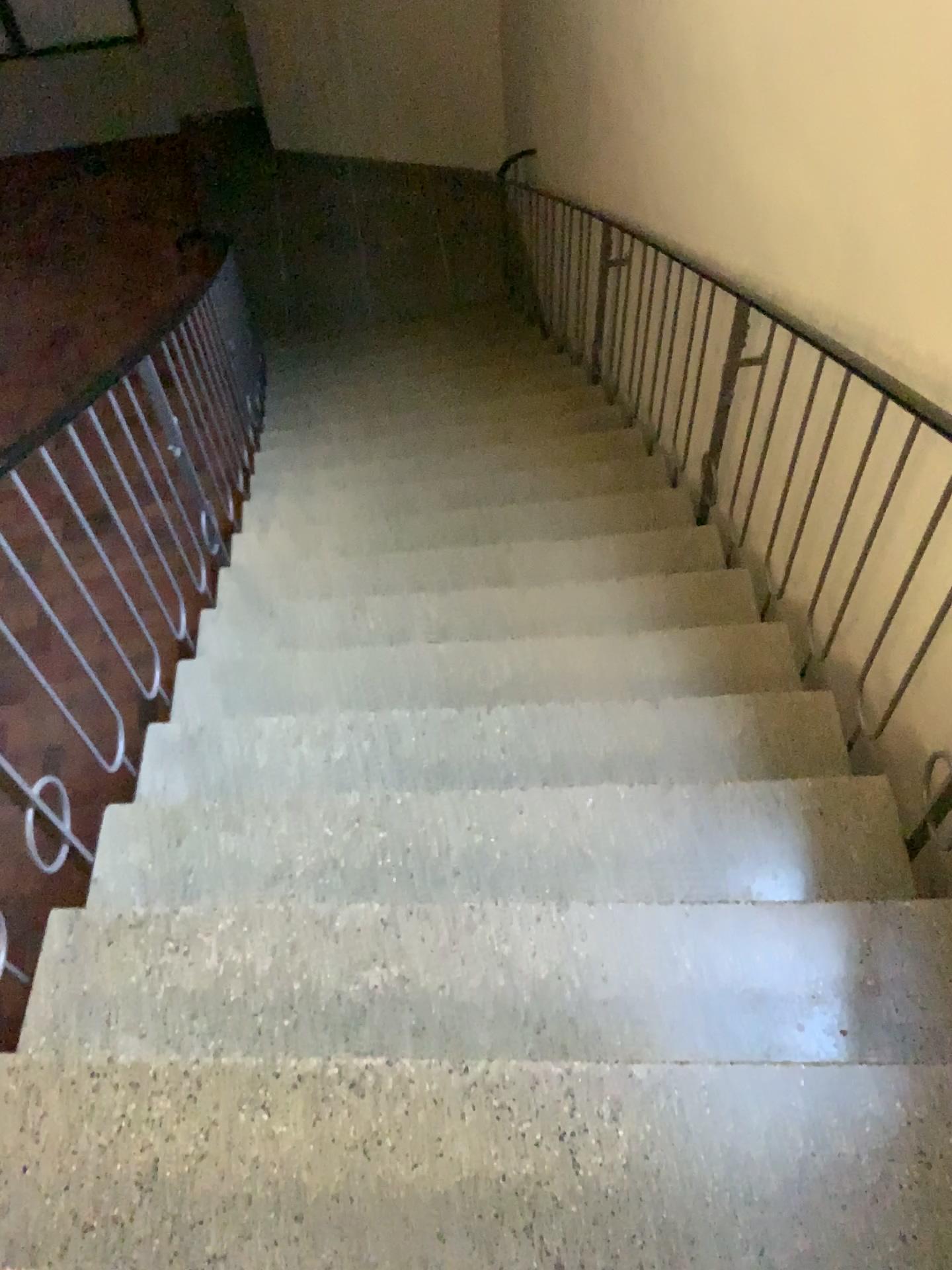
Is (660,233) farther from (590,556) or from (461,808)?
(461,808)
